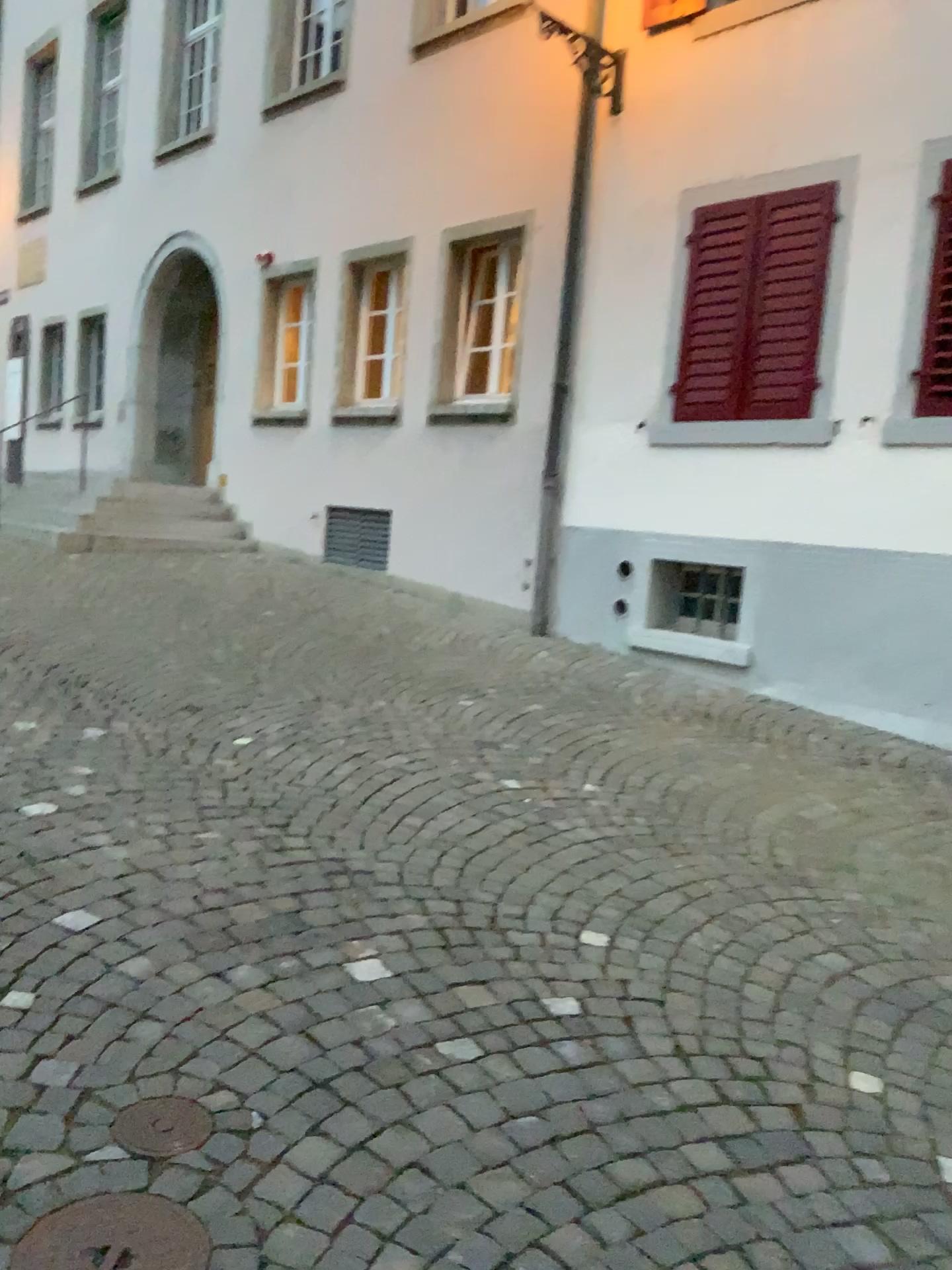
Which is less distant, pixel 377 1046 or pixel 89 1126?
pixel 89 1126

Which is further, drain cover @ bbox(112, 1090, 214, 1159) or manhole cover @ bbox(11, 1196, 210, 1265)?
drain cover @ bbox(112, 1090, 214, 1159)

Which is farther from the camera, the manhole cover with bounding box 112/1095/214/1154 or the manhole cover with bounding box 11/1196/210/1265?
the manhole cover with bounding box 112/1095/214/1154

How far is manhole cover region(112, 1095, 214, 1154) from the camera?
1.9m

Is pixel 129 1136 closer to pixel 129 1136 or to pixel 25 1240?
pixel 129 1136

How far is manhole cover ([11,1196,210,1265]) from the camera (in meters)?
1.67

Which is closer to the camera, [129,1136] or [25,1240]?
[25,1240]

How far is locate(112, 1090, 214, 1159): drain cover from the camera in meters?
1.9 m

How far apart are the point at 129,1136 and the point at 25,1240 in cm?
28
